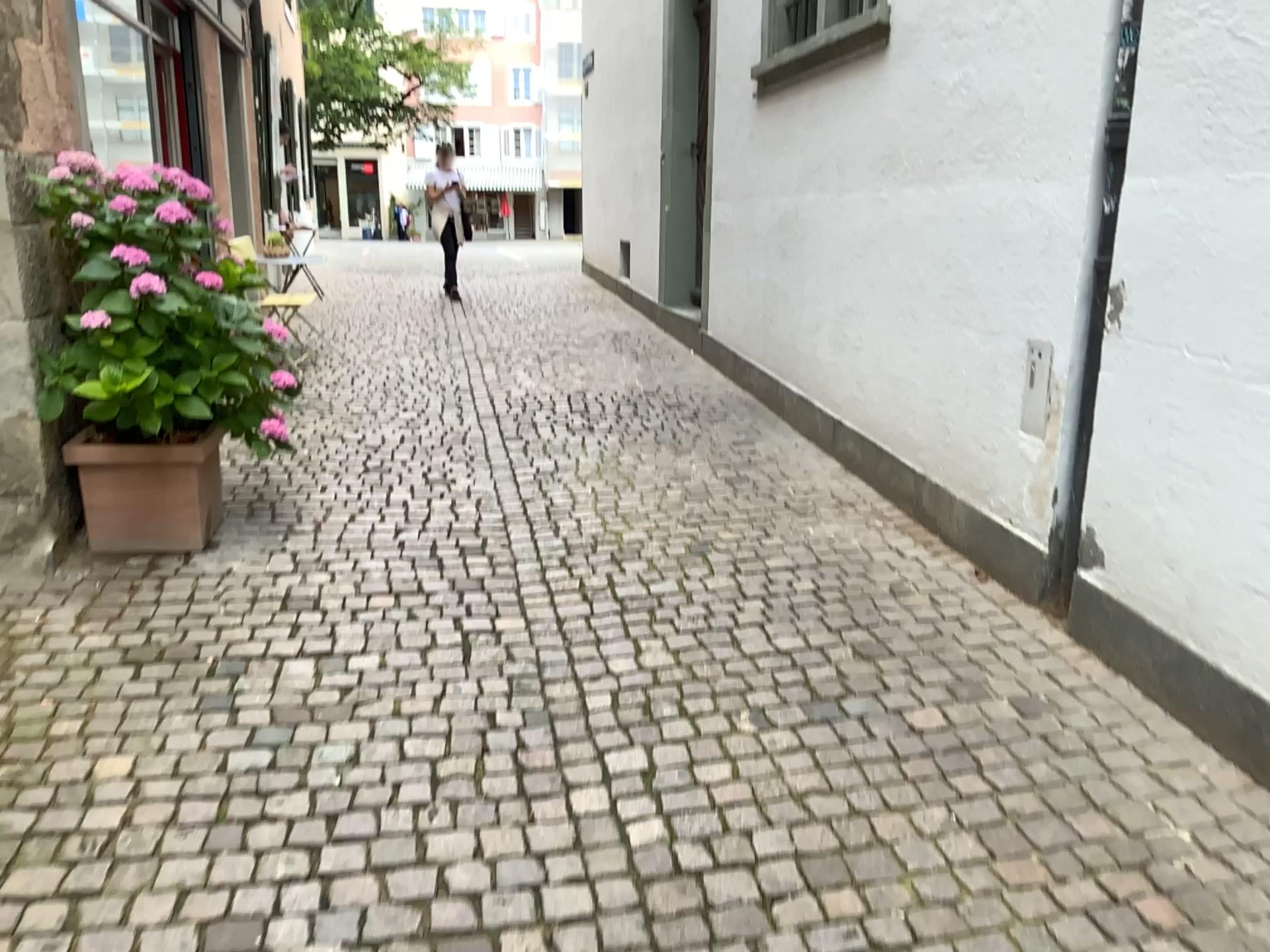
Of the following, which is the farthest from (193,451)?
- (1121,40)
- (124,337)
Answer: (1121,40)

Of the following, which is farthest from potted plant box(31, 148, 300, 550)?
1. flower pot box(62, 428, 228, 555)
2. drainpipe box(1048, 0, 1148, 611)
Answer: drainpipe box(1048, 0, 1148, 611)

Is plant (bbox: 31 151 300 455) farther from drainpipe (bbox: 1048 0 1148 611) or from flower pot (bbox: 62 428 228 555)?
drainpipe (bbox: 1048 0 1148 611)

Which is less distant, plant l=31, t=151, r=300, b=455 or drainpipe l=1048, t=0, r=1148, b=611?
drainpipe l=1048, t=0, r=1148, b=611

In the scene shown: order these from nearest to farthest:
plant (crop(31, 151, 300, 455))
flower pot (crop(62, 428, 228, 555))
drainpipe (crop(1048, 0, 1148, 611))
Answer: drainpipe (crop(1048, 0, 1148, 611)) → plant (crop(31, 151, 300, 455)) → flower pot (crop(62, 428, 228, 555))

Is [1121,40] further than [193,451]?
No

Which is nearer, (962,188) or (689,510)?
(962,188)

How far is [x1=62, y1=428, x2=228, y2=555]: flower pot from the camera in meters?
3.6 m

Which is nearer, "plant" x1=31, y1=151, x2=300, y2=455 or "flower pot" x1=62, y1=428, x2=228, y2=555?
"plant" x1=31, y1=151, x2=300, y2=455

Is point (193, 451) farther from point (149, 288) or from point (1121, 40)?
point (1121, 40)
